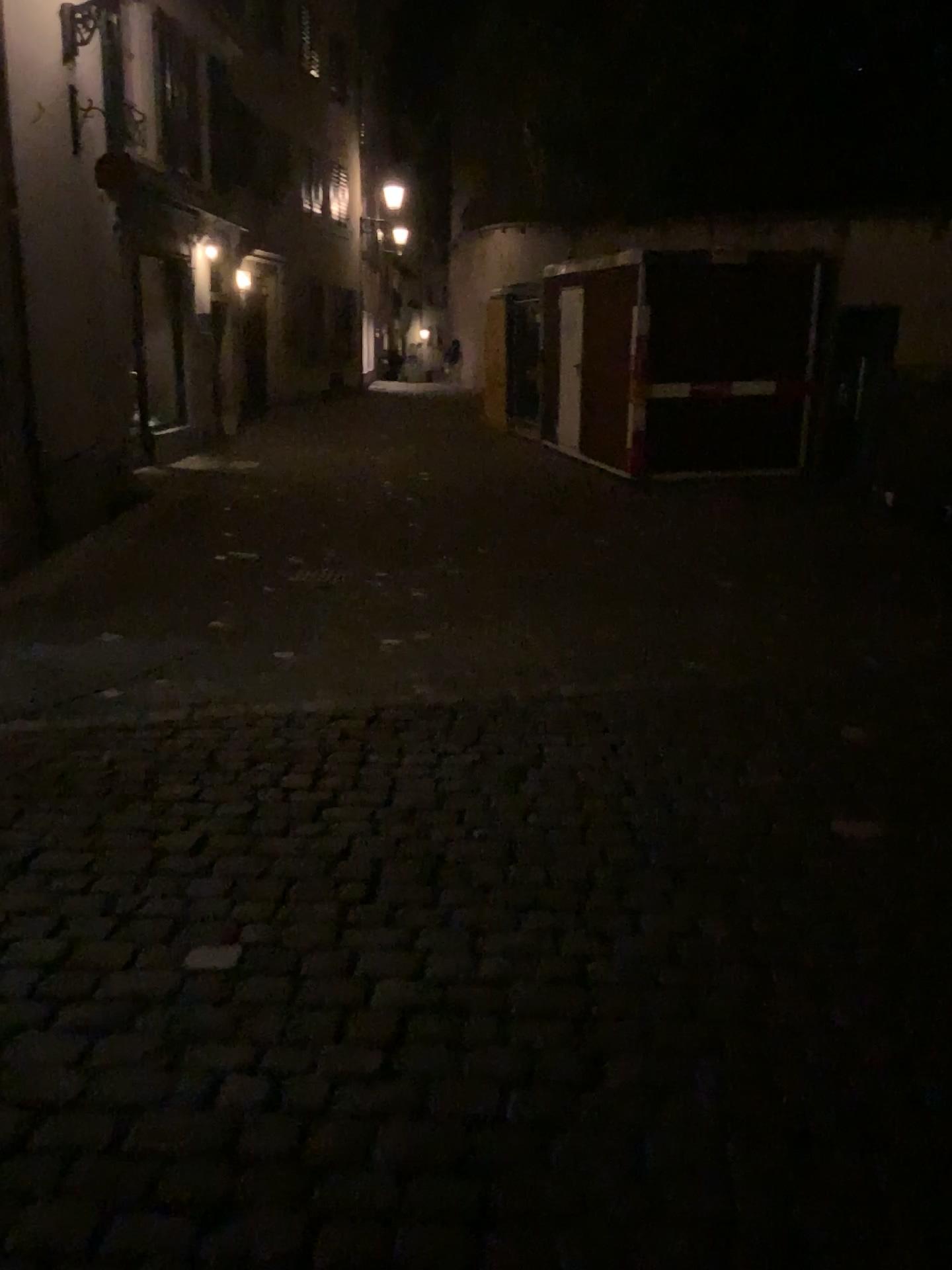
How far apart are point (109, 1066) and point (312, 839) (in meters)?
1.24
